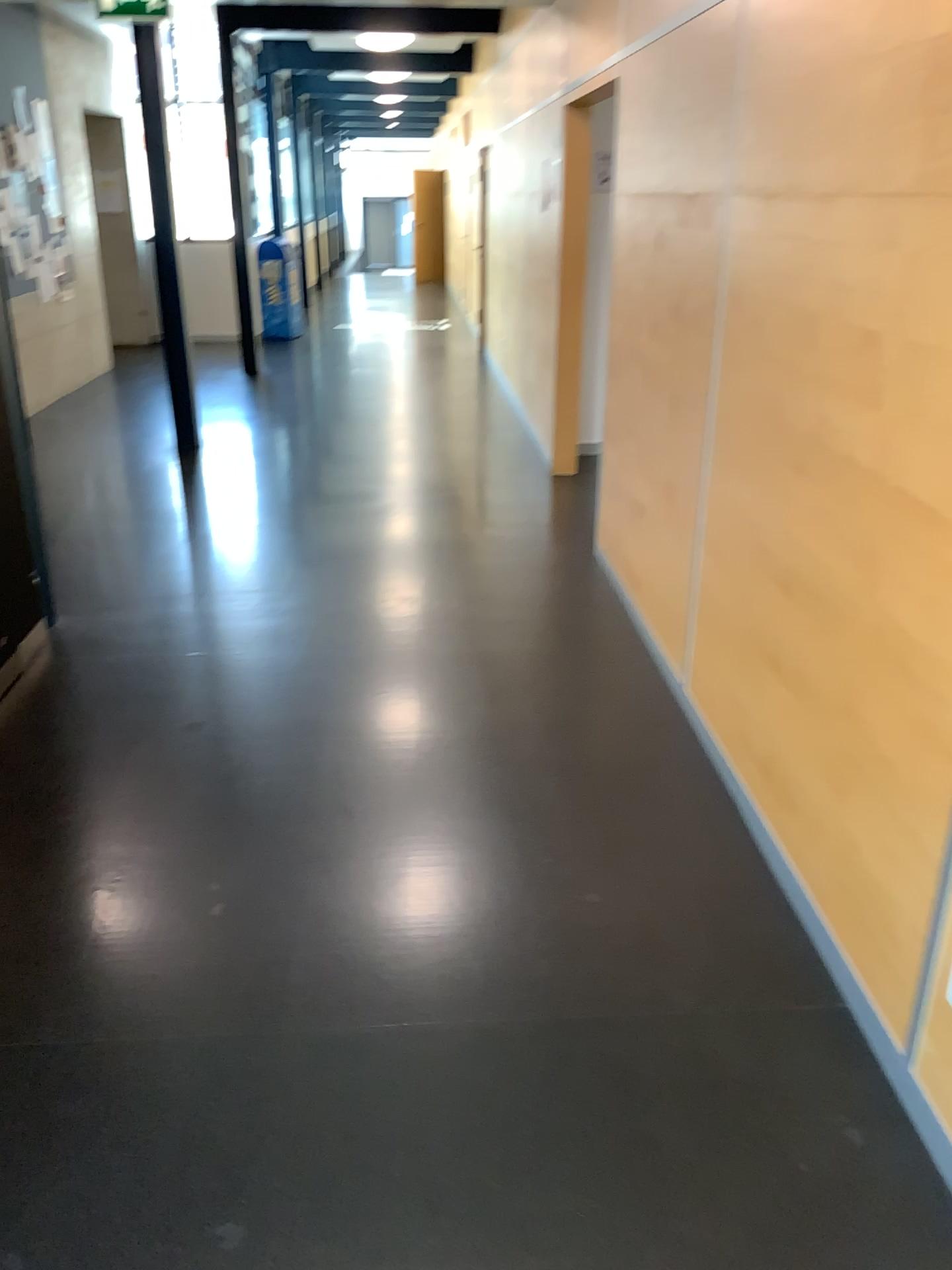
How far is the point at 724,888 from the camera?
2.6m
